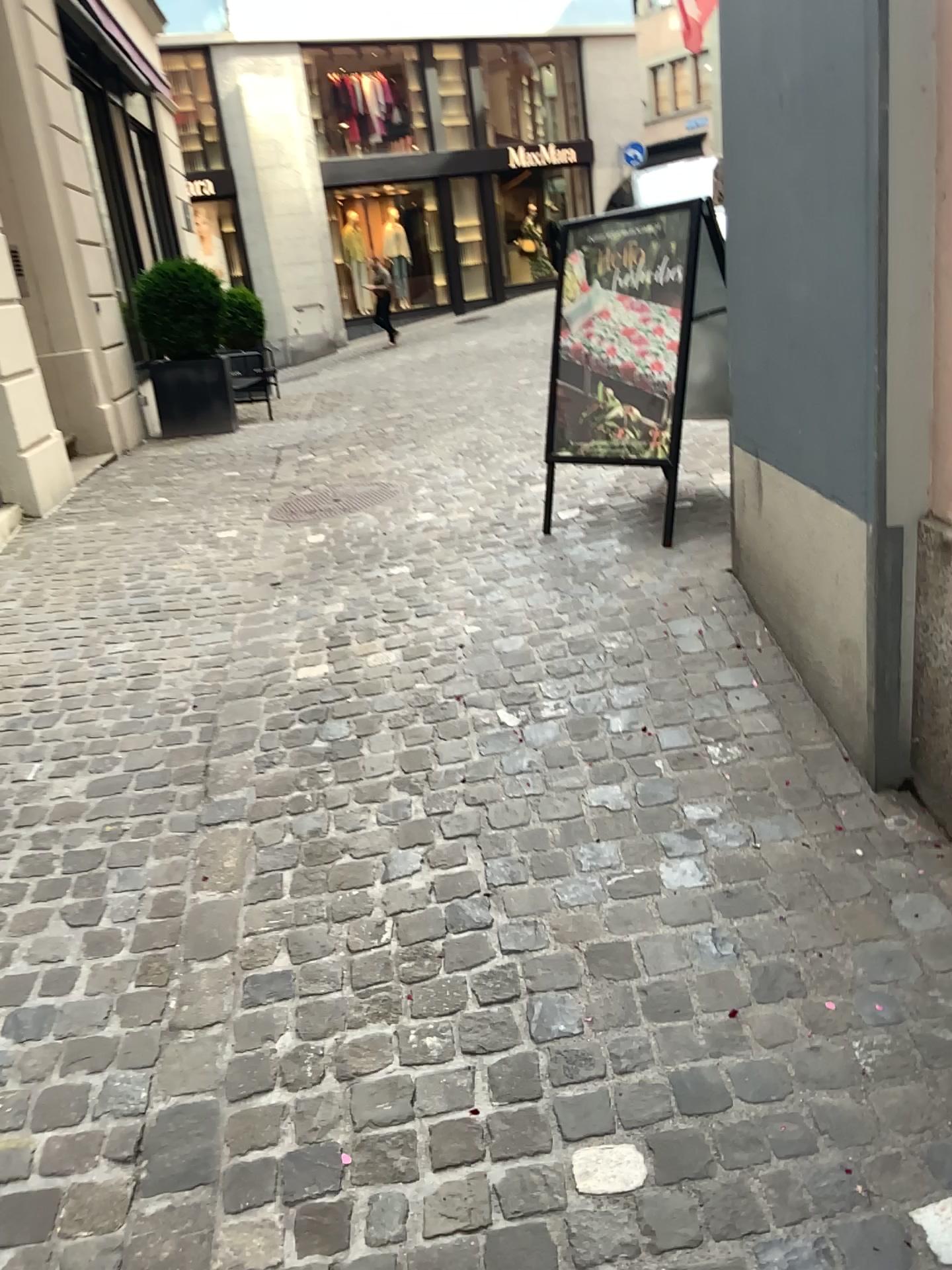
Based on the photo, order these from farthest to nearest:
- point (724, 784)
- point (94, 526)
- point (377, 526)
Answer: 1. point (94, 526)
2. point (377, 526)
3. point (724, 784)
